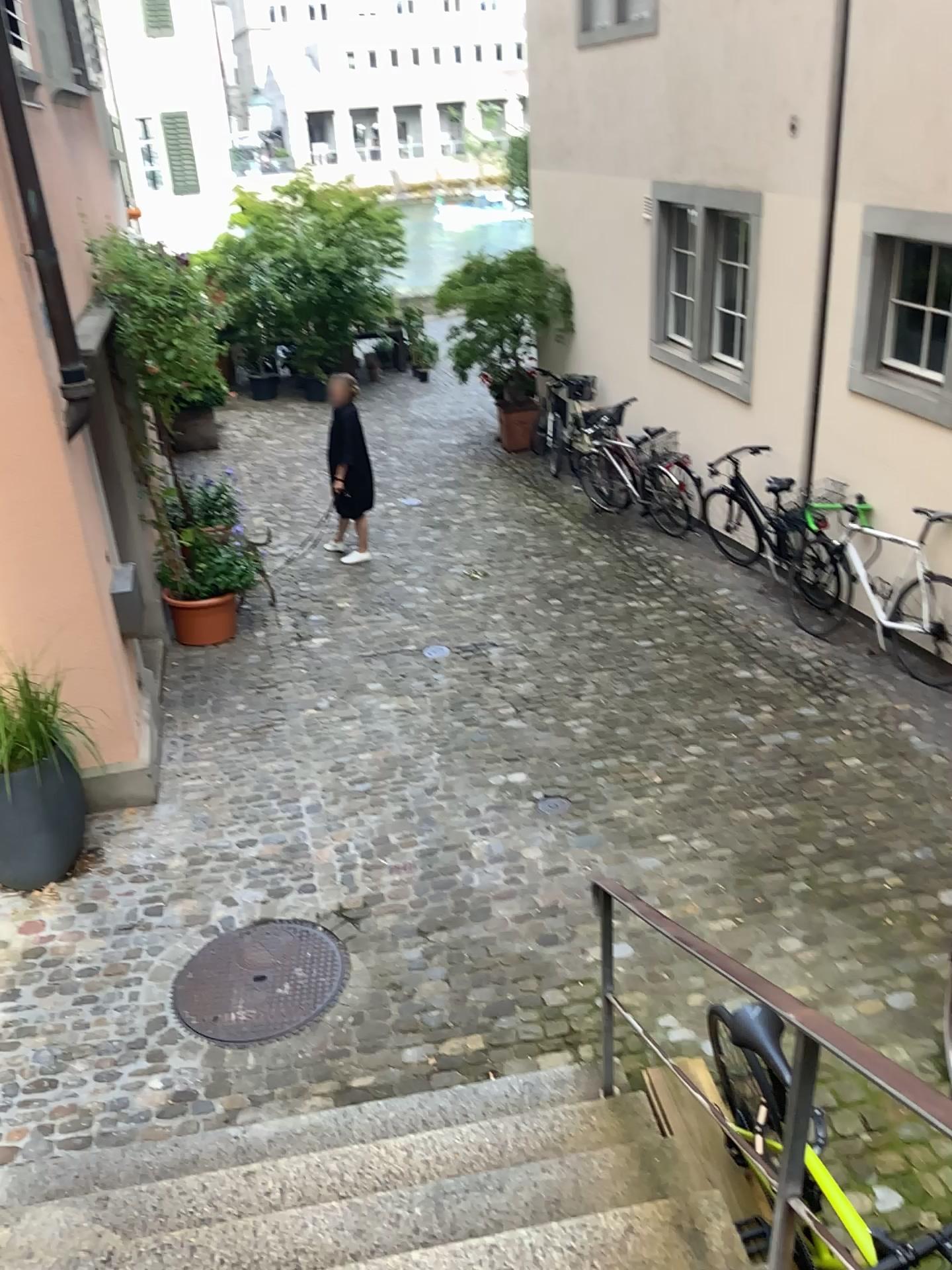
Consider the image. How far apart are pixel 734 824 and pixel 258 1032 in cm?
234

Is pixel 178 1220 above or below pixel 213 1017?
above

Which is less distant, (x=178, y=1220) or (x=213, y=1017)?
(x=178, y=1220)

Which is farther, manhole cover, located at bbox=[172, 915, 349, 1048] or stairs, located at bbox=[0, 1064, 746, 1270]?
manhole cover, located at bbox=[172, 915, 349, 1048]
